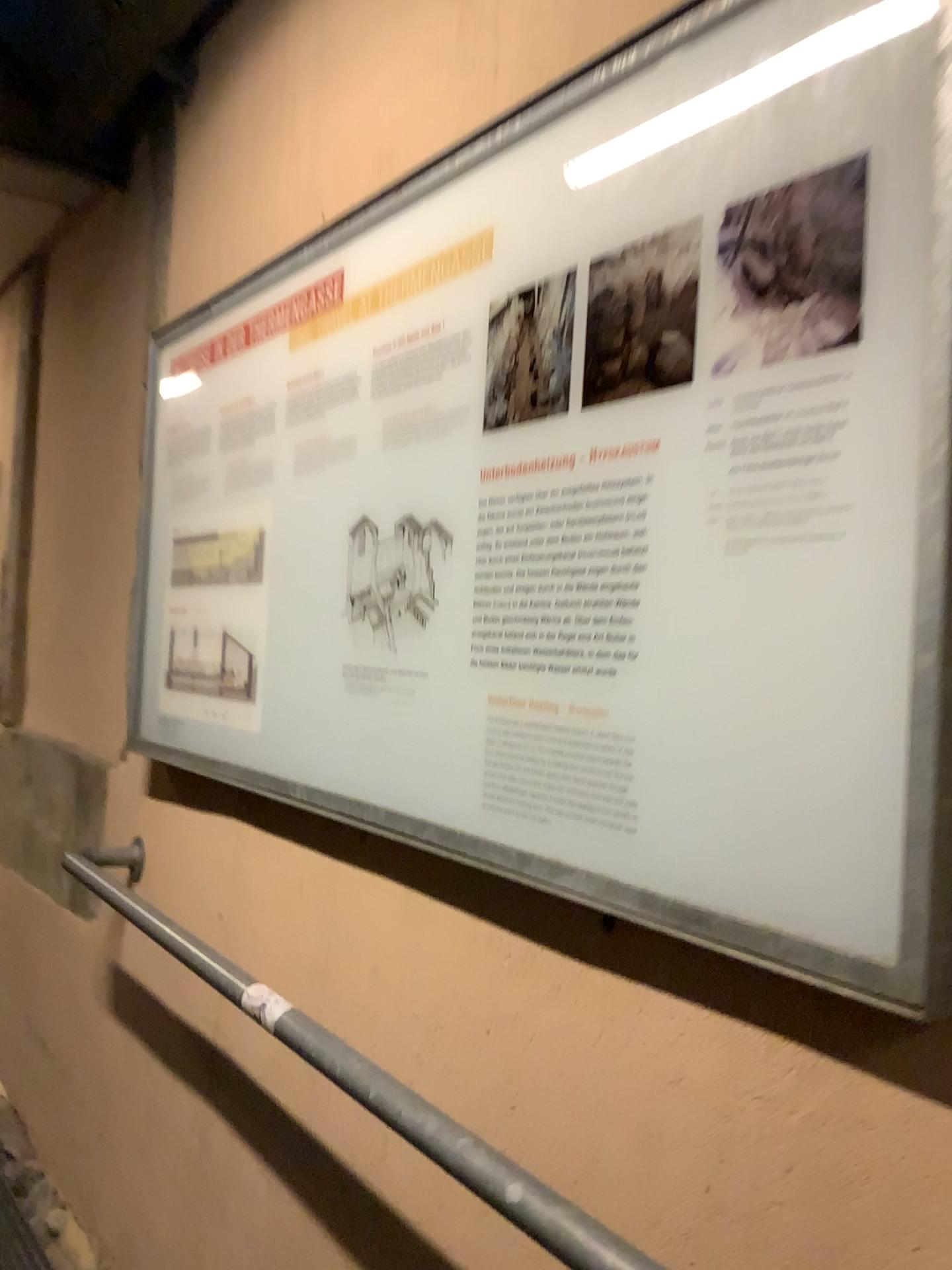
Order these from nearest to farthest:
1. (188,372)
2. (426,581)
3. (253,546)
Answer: (426,581) < (253,546) < (188,372)

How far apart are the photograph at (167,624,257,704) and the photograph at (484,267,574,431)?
0.77m

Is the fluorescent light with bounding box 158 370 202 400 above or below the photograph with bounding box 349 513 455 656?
above

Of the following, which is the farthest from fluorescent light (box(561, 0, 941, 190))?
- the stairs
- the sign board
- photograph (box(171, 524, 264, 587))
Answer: the stairs

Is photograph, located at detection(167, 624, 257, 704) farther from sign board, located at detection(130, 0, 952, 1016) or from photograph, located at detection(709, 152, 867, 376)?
photograph, located at detection(709, 152, 867, 376)

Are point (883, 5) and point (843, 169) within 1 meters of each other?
yes

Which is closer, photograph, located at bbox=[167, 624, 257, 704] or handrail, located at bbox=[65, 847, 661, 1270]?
handrail, located at bbox=[65, 847, 661, 1270]

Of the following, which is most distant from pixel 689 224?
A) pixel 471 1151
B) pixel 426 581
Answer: pixel 471 1151

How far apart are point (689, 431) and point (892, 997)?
0.5m

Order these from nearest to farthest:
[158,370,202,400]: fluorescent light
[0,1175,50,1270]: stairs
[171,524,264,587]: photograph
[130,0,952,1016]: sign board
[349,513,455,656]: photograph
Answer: [130,0,952,1016]: sign board, [349,513,455,656]: photograph, [171,524,264,587]: photograph, [158,370,202,400]: fluorescent light, [0,1175,50,1270]: stairs
